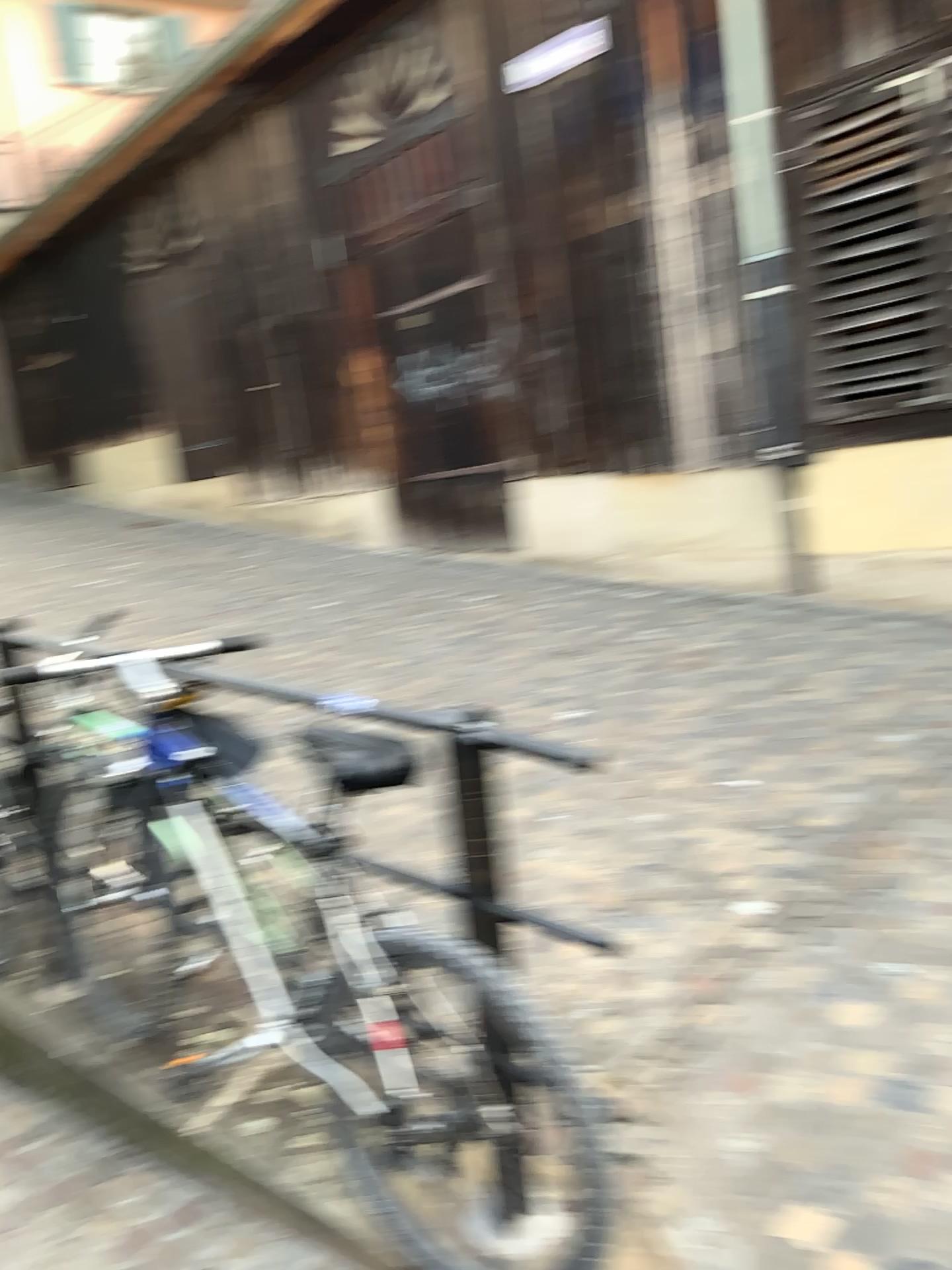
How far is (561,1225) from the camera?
1.7m

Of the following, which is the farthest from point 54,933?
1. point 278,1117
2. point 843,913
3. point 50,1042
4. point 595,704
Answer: point 595,704

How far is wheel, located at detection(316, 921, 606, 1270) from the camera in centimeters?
172cm
